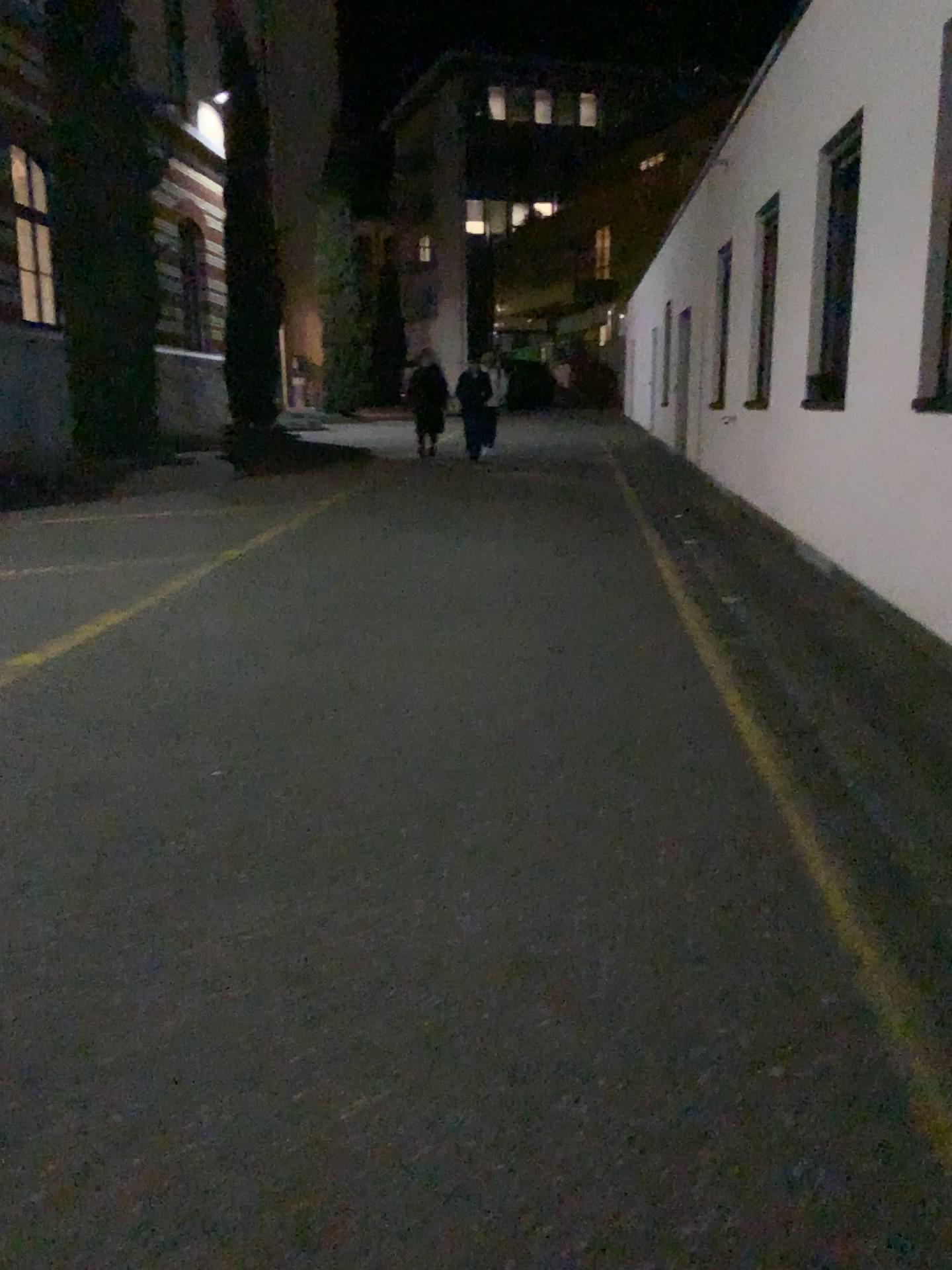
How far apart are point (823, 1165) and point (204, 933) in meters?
1.5 m
